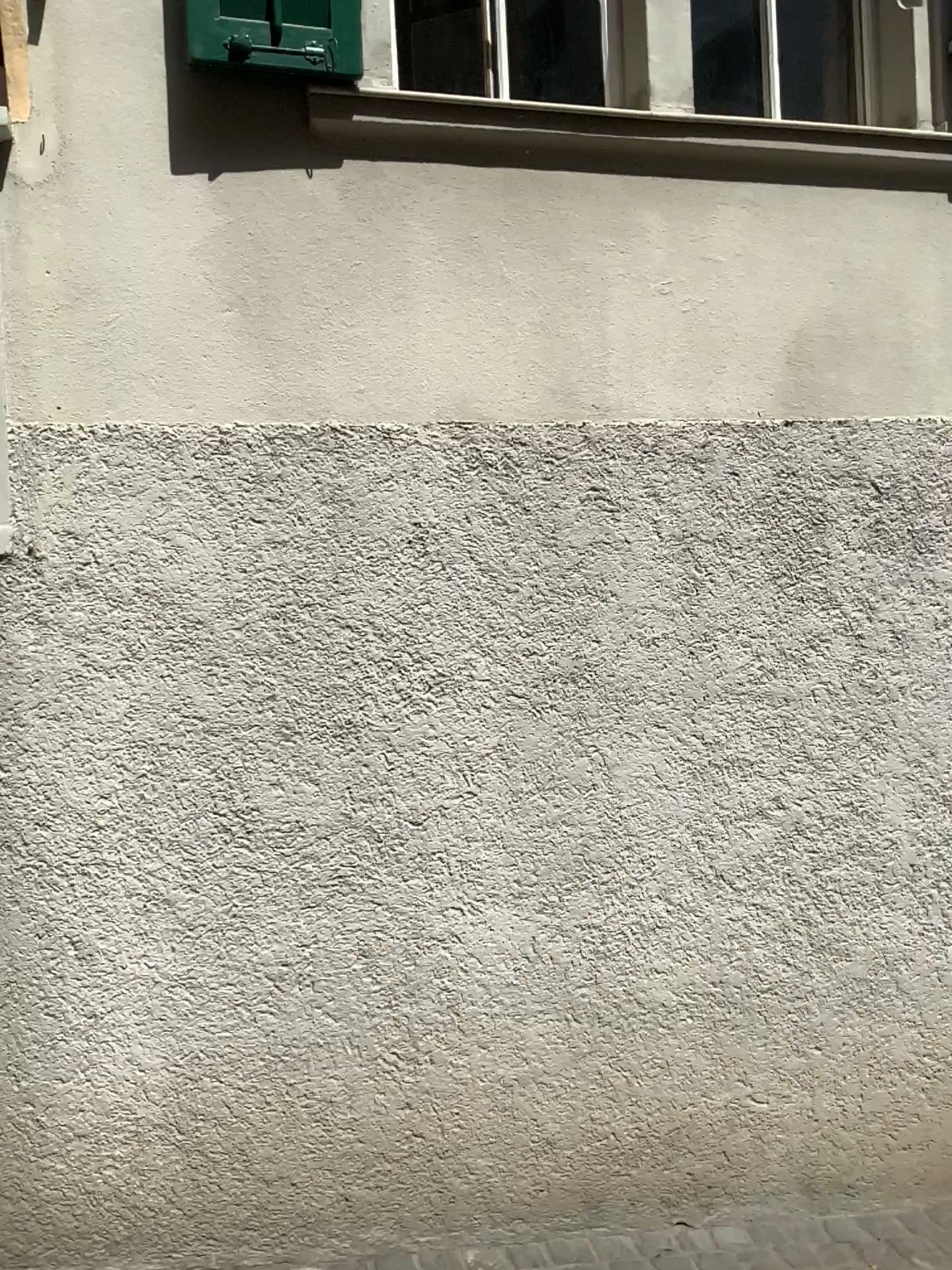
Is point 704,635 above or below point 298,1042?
above
